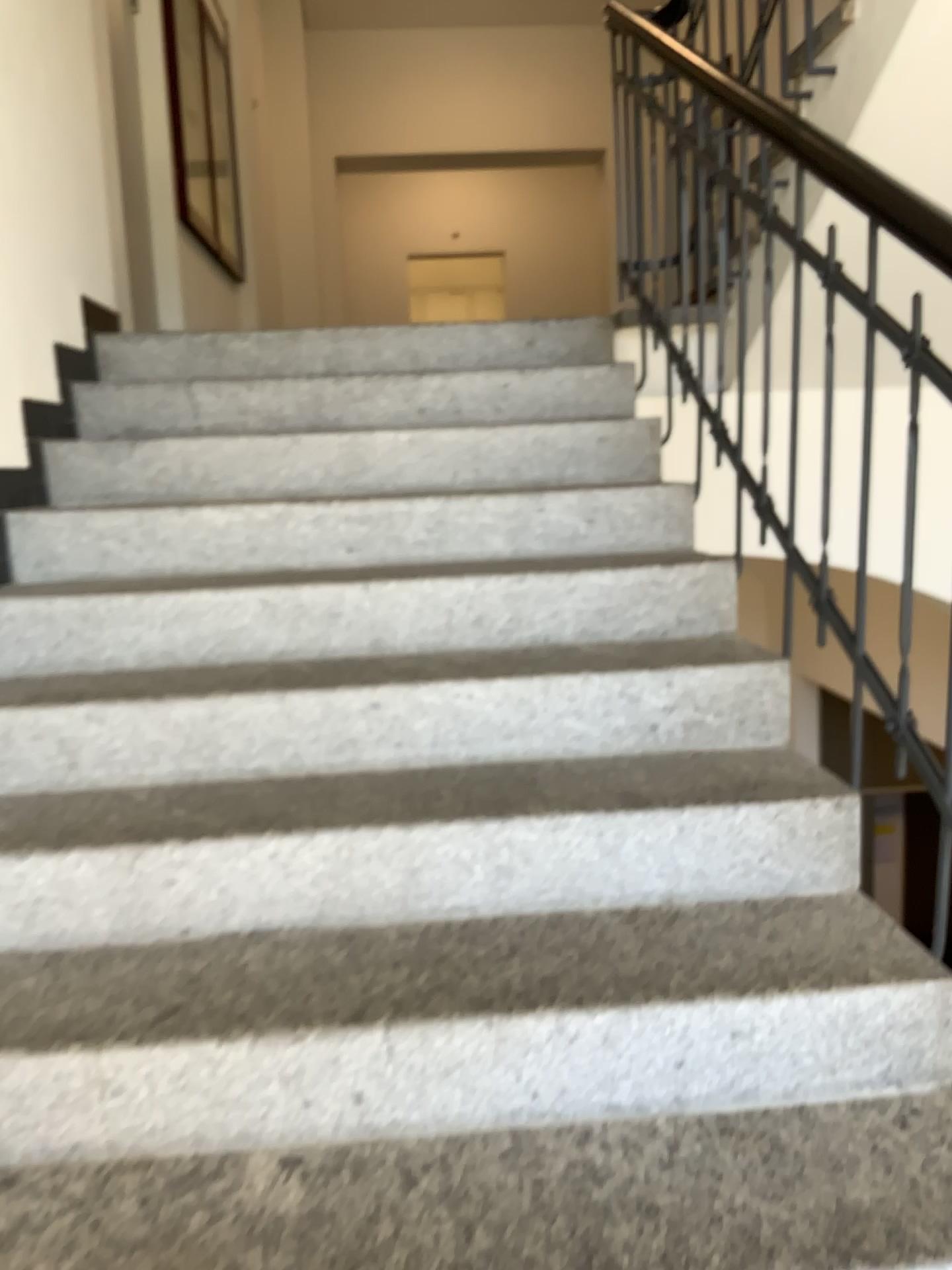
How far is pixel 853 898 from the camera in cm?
159

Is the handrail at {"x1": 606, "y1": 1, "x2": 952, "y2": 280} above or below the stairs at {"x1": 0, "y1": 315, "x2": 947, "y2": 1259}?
above

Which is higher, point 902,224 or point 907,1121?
point 902,224
